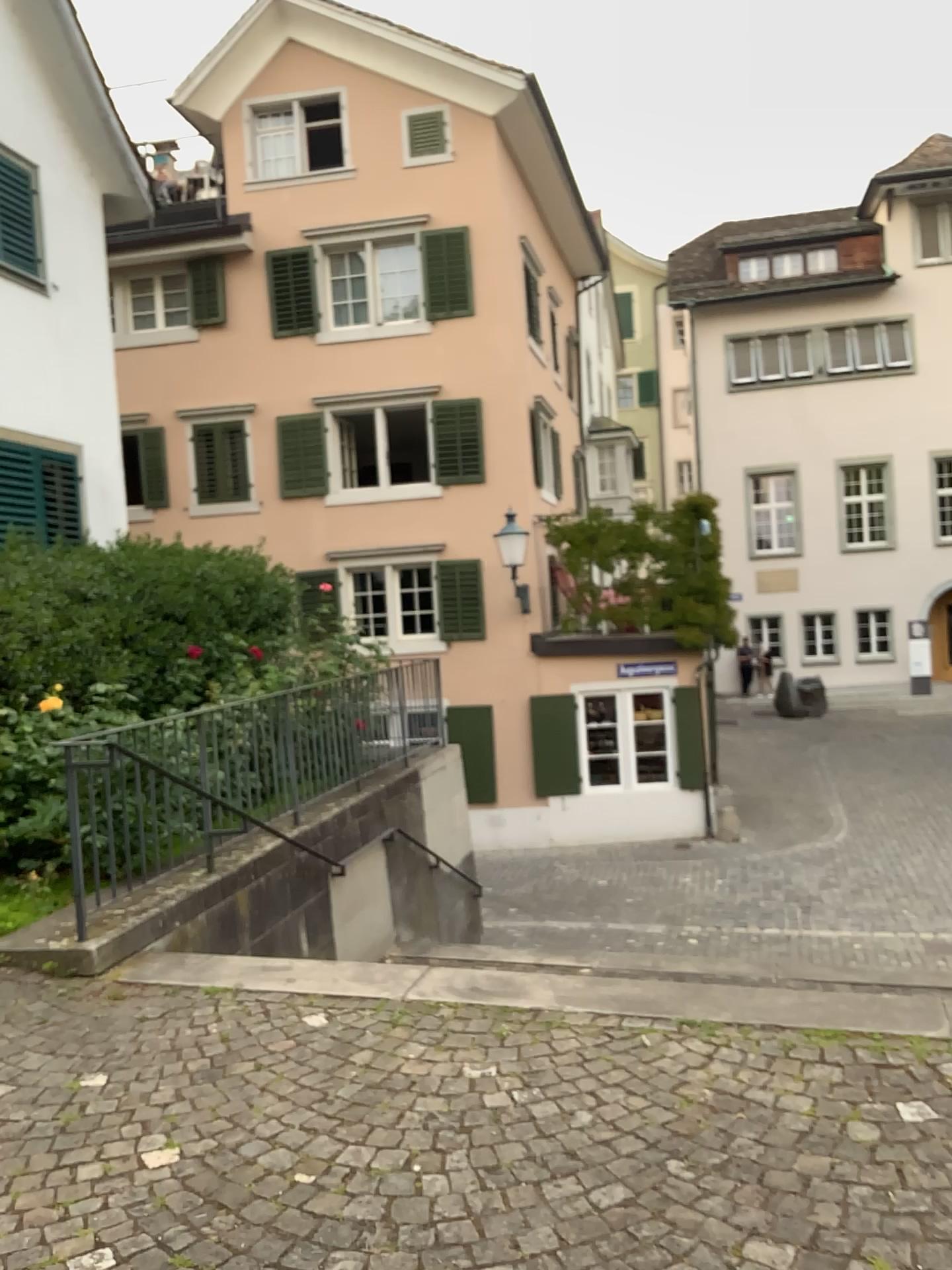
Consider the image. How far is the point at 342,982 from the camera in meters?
4.3
